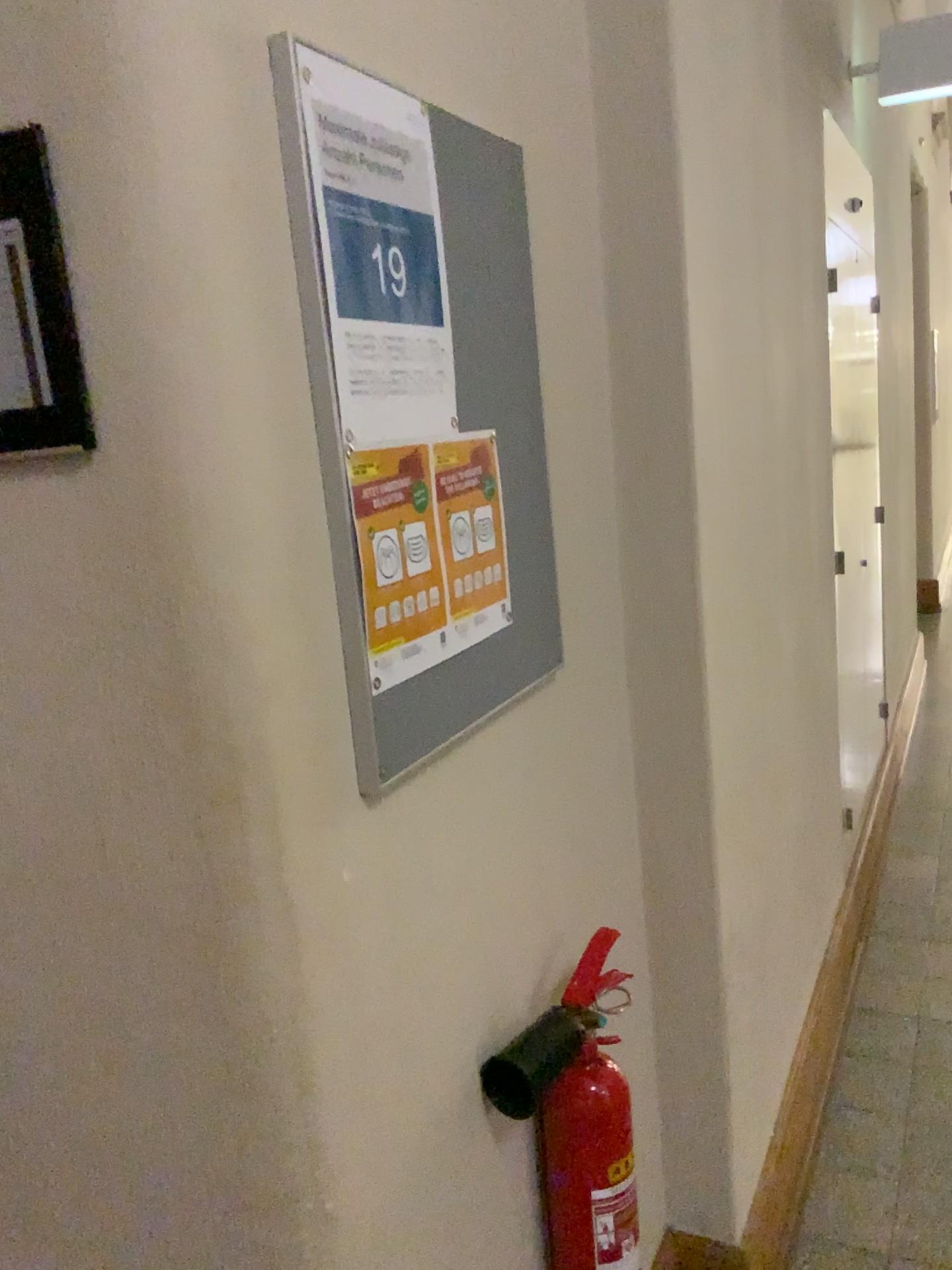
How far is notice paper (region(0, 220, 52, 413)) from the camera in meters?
0.7 m

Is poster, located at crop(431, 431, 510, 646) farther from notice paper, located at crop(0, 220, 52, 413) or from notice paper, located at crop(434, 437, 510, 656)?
notice paper, located at crop(0, 220, 52, 413)

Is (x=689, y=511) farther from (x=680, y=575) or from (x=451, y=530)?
(x=451, y=530)

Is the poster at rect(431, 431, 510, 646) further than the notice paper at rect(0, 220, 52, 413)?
Yes

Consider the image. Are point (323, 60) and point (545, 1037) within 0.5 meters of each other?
no

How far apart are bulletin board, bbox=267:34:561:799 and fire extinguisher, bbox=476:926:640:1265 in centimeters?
35cm

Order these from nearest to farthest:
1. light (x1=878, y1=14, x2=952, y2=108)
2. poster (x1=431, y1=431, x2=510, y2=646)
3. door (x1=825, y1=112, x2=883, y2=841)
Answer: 1. poster (x1=431, y1=431, x2=510, y2=646)
2. light (x1=878, y1=14, x2=952, y2=108)
3. door (x1=825, y1=112, x2=883, y2=841)

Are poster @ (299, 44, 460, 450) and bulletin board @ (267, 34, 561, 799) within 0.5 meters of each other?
yes

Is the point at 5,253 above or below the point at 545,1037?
above

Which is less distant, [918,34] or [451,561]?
[451,561]
